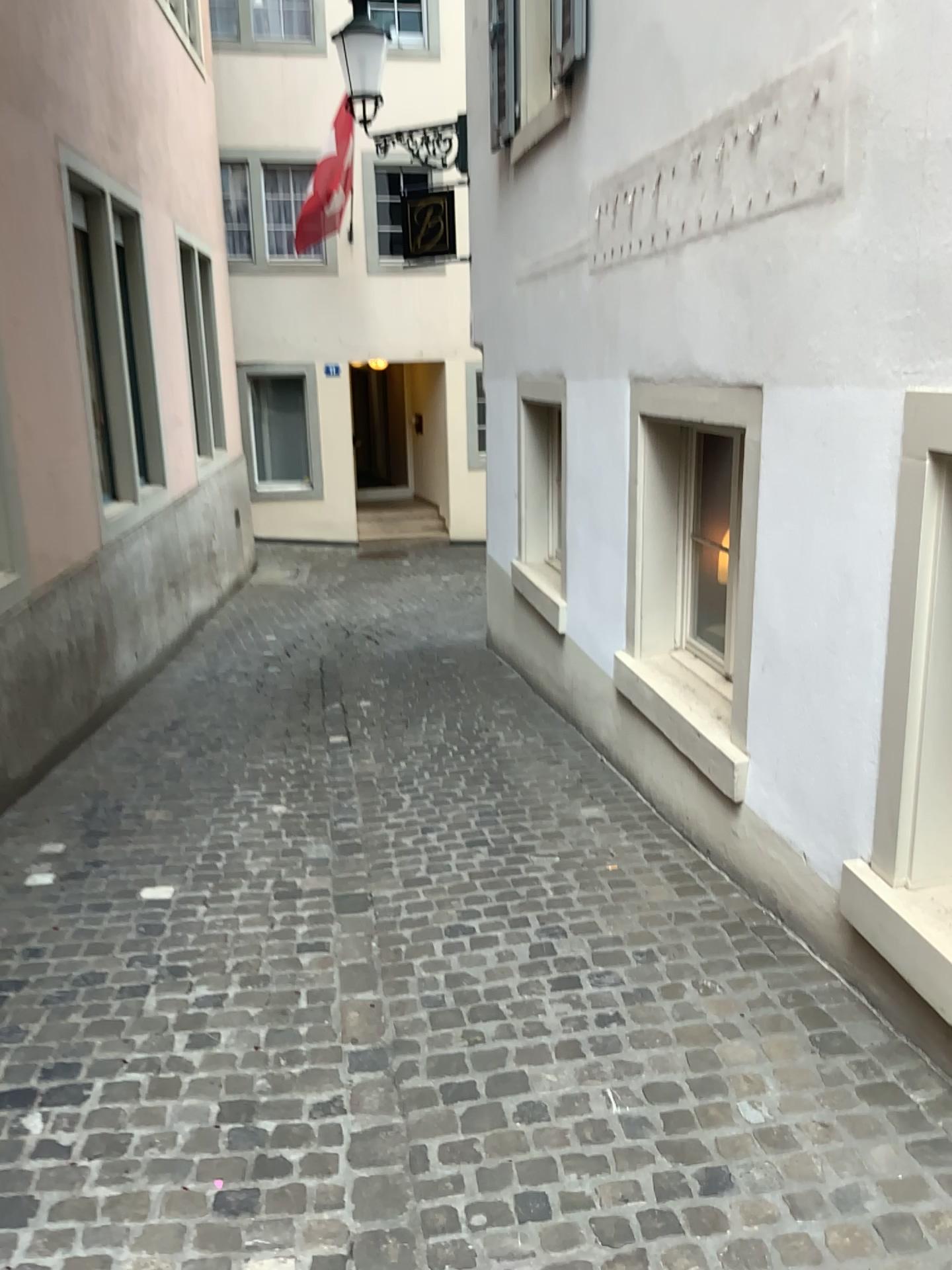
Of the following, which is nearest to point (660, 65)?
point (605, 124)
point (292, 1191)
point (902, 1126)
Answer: point (605, 124)
